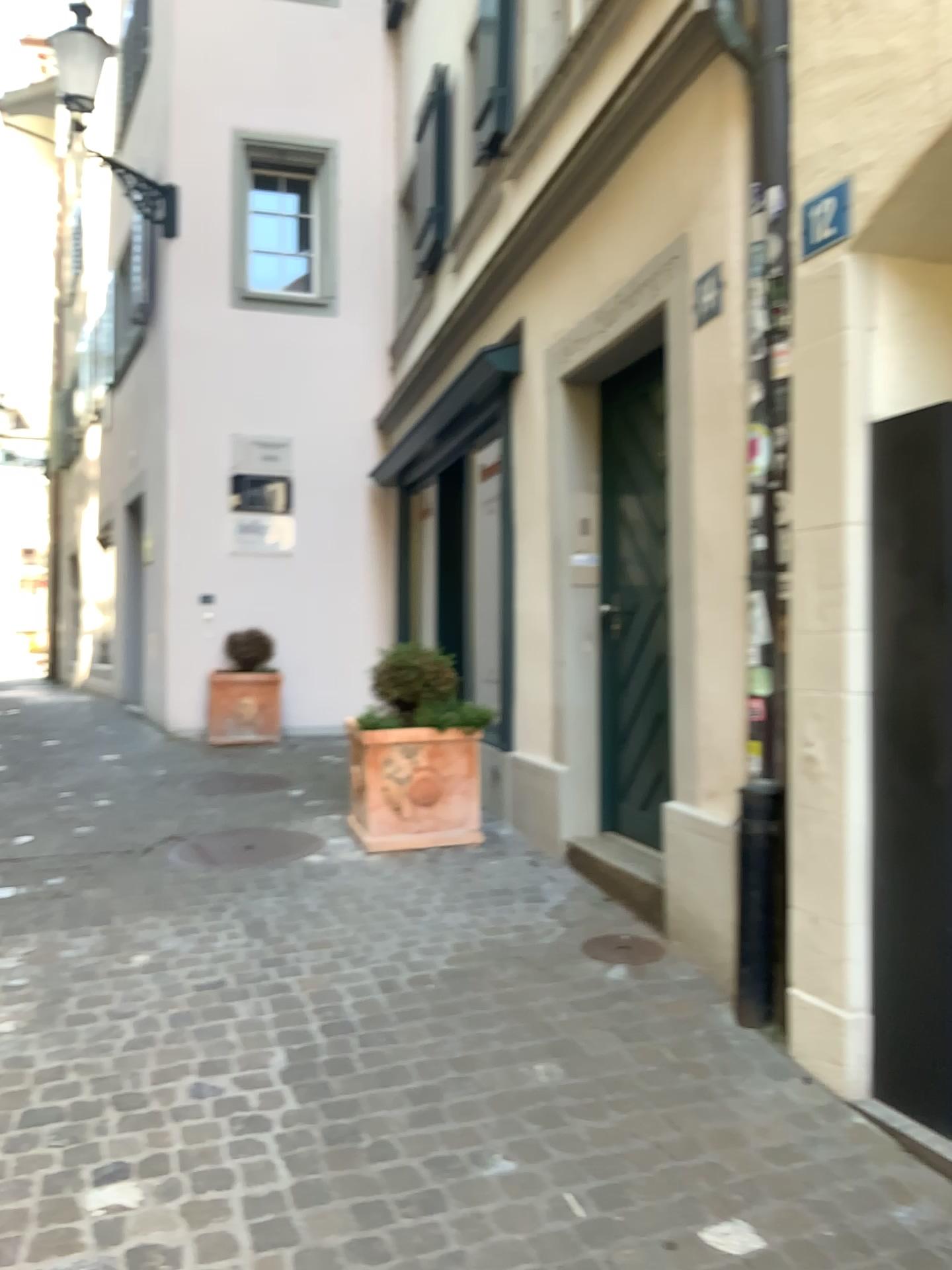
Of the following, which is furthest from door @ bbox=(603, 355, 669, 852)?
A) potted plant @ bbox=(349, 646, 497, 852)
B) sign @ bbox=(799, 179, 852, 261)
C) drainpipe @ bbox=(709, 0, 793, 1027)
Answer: sign @ bbox=(799, 179, 852, 261)

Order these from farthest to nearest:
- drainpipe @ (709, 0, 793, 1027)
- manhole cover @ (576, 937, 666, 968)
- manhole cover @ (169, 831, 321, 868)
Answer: manhole cover @ (169, 831, 321, 868) < manhole cover @ (576, 937, 666, 968) < drainpipe @ (709, 0, 793, 1027)

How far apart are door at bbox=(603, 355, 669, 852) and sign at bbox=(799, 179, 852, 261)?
1.50m

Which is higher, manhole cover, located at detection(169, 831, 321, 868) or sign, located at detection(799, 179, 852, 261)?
sign, located at detection(799, 179, 852, 261)

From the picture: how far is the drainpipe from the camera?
2.99m

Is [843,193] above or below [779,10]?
below

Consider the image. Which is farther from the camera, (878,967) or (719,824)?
(719,824)

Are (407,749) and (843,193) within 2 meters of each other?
no

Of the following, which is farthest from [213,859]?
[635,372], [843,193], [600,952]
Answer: [843,193]

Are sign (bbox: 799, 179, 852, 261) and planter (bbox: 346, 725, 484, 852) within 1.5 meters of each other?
no
